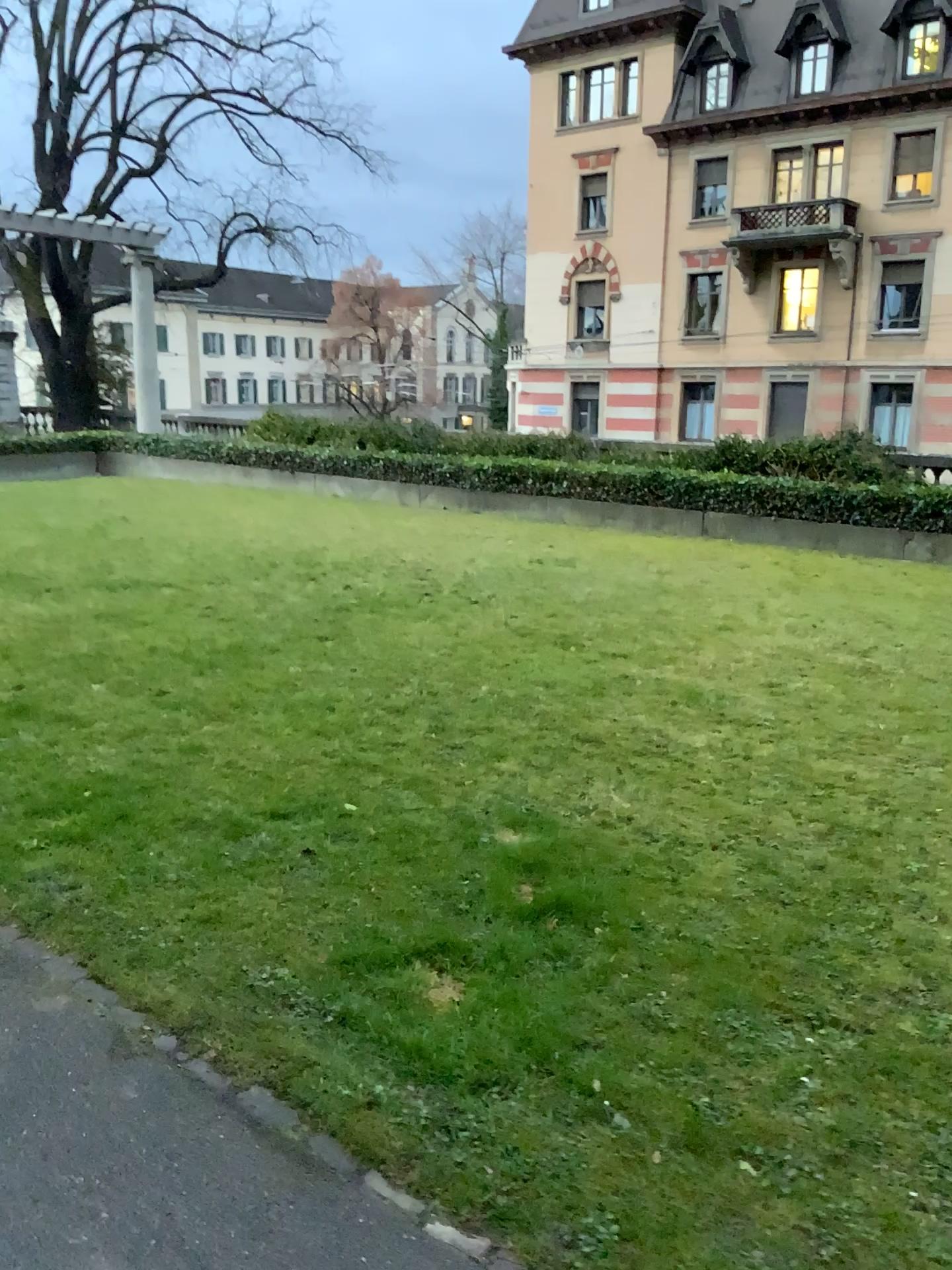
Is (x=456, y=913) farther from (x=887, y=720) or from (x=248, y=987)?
(x=887, y=720)
